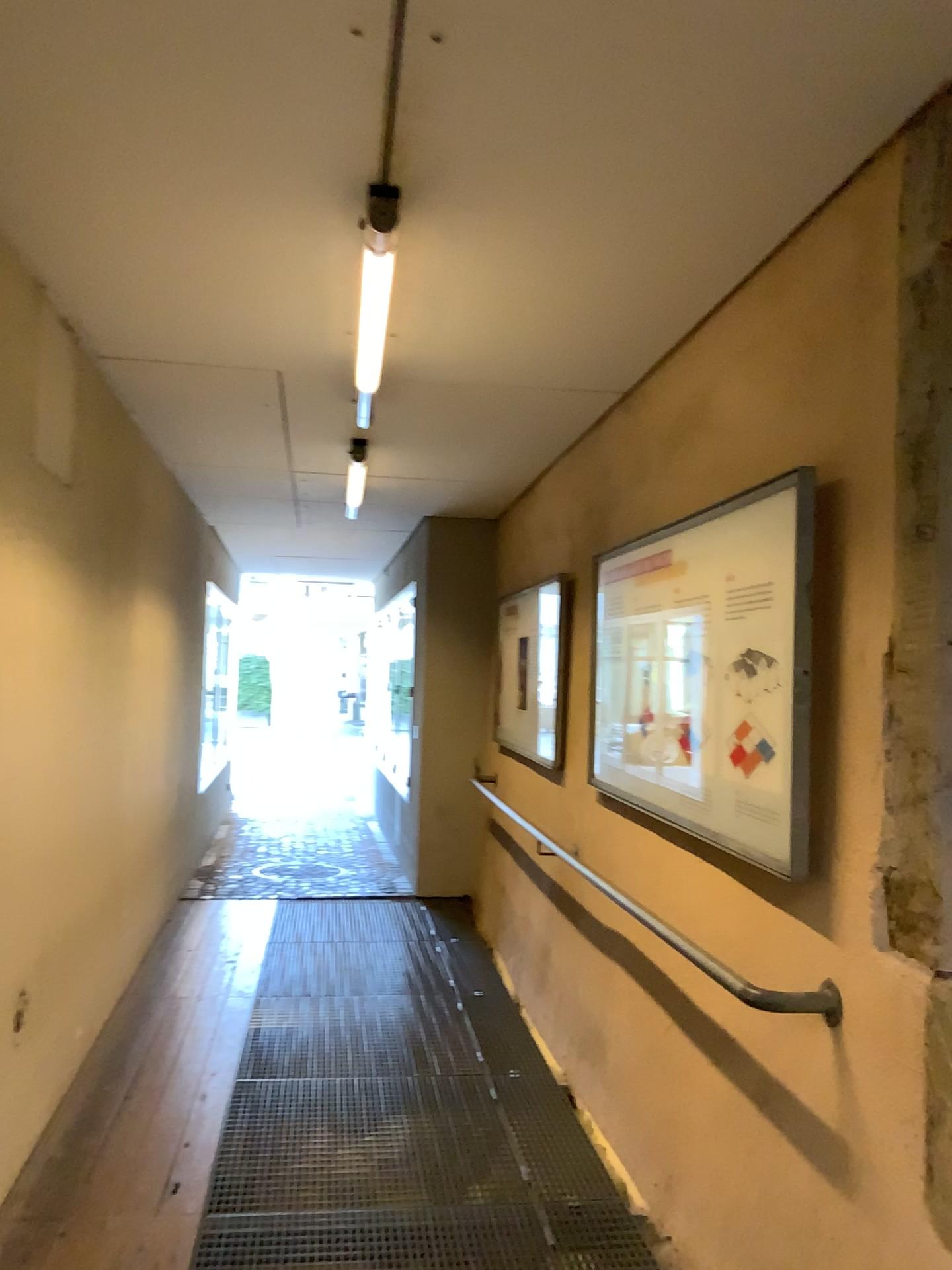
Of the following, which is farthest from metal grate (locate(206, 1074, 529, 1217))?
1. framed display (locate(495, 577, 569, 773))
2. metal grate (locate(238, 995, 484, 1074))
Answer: framed display (locate(495, 577, 569, 773))

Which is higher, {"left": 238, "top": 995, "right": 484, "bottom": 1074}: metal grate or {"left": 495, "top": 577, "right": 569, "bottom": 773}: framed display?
{"left": 495, "top": 577, "right": 569, "bottom": 773}: framed display

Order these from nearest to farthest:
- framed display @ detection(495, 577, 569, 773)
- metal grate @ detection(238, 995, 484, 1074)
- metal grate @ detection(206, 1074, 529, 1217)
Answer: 1. metal grate @ detection(206, 1074, 529, 1217)
2. metal grate @ detection(238, 995, 484, 1074)
3. framed display @ detection(495, 577, 569, 773)

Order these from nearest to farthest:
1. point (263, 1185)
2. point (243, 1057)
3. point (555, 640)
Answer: point (263, 1185), point (243, 1057), point (555, 640)

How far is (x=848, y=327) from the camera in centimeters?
222cm

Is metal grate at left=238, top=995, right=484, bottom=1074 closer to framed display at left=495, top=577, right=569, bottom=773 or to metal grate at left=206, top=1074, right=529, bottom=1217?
metal grate at left=206, top=1074, right=529, bottom=1217

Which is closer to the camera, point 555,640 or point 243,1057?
point 243,1057

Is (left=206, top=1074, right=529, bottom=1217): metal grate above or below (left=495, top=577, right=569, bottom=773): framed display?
below

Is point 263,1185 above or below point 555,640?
below

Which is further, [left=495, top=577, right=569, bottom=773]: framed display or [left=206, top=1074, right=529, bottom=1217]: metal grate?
[left=495, top=577, right=569, bottom=773]: framed display
